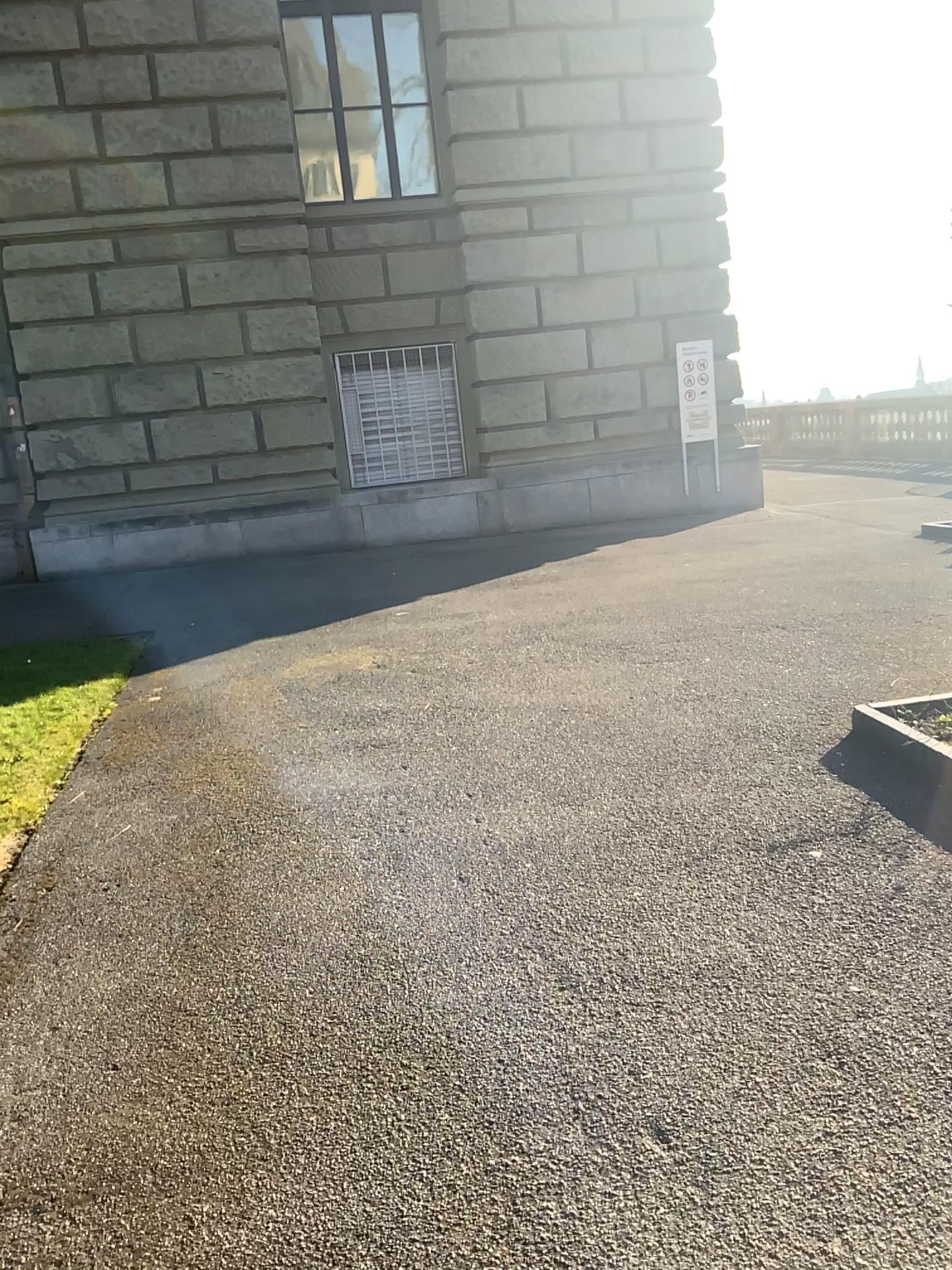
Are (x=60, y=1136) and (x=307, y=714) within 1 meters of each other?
no
